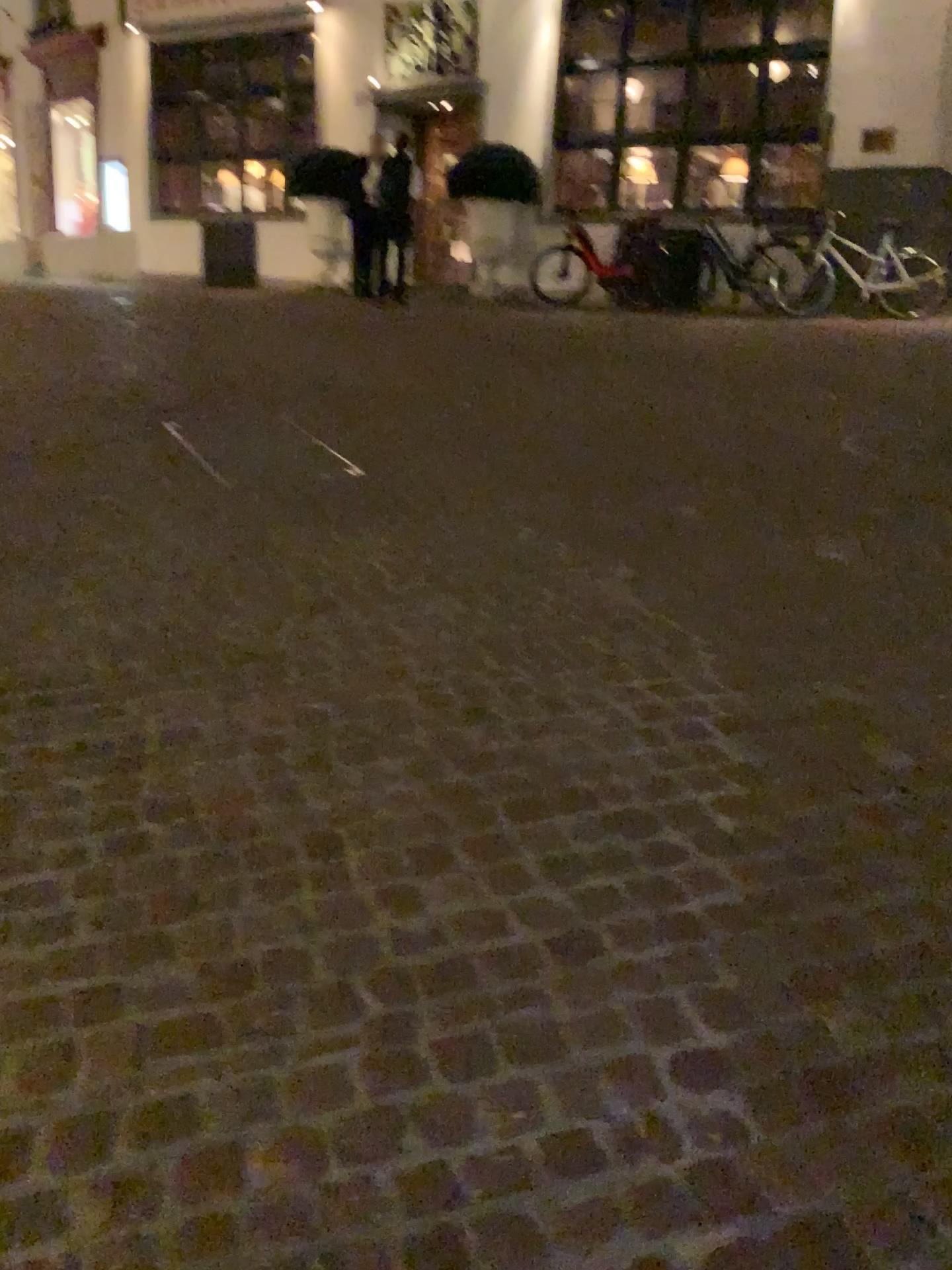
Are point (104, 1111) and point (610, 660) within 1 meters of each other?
no
